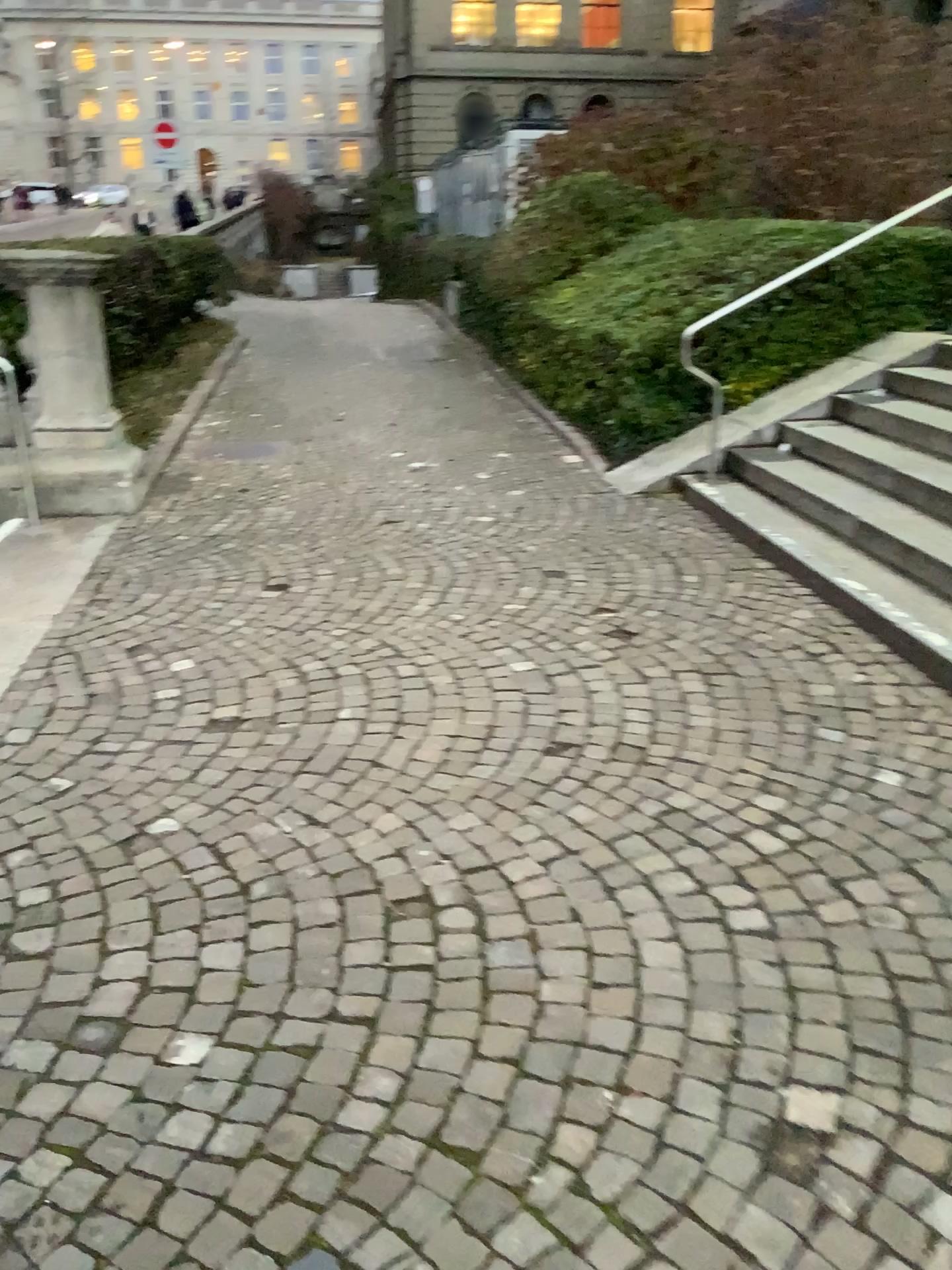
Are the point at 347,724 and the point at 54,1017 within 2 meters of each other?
yes
